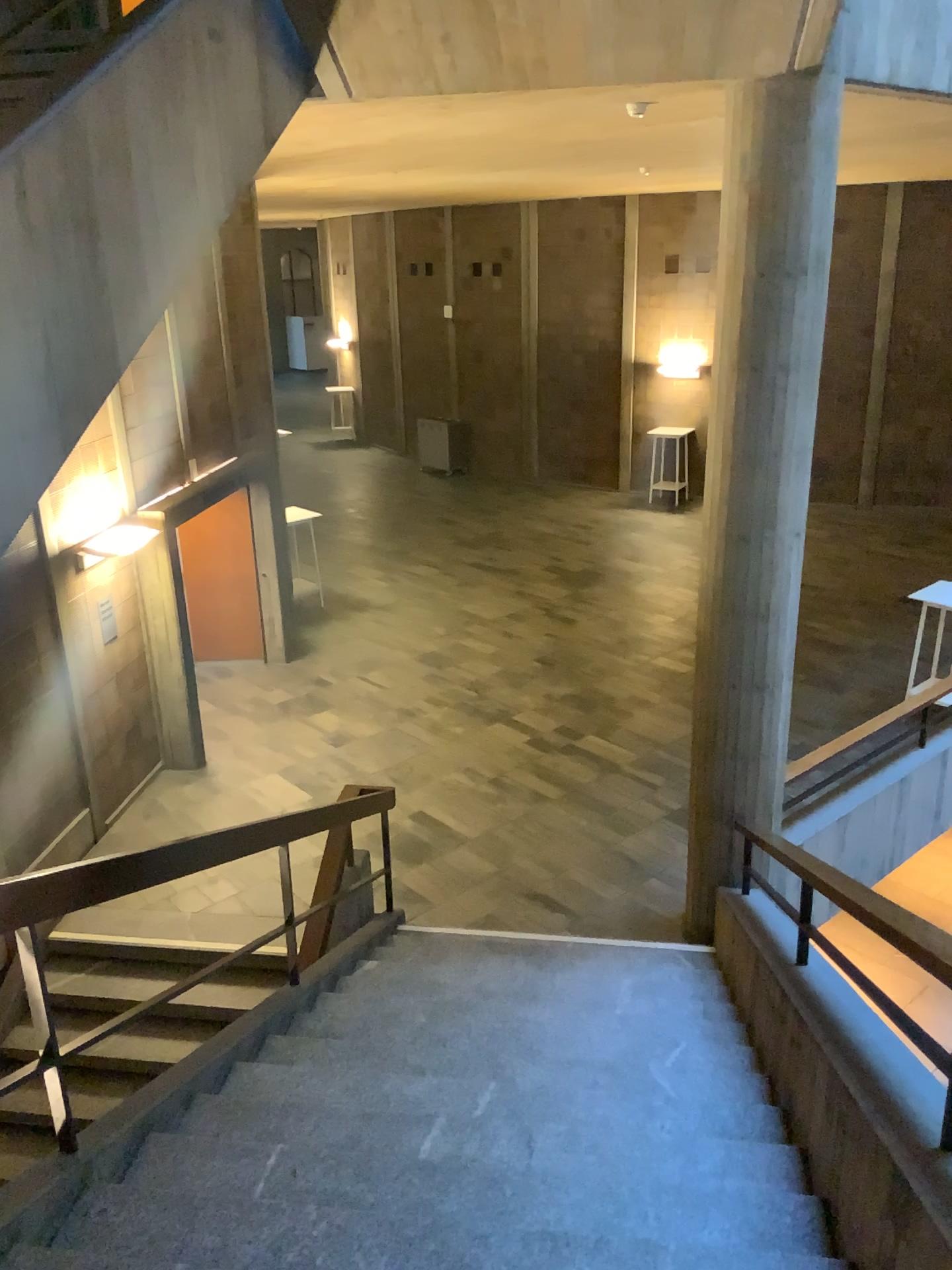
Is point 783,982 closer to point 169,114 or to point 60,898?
point 60,898
